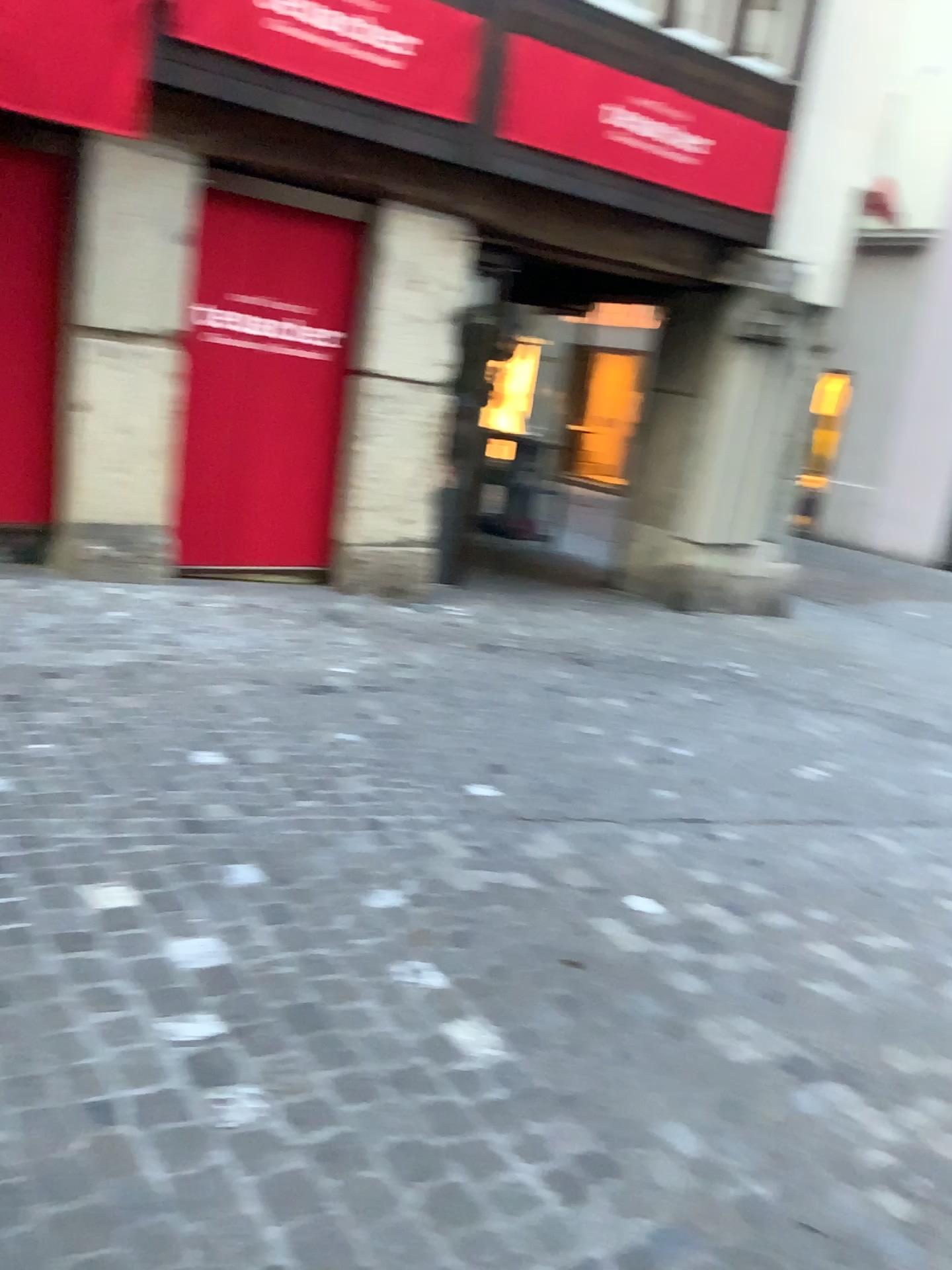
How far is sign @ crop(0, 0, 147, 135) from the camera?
4.0m

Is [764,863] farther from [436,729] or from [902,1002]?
[436,729]

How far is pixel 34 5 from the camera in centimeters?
399cm
